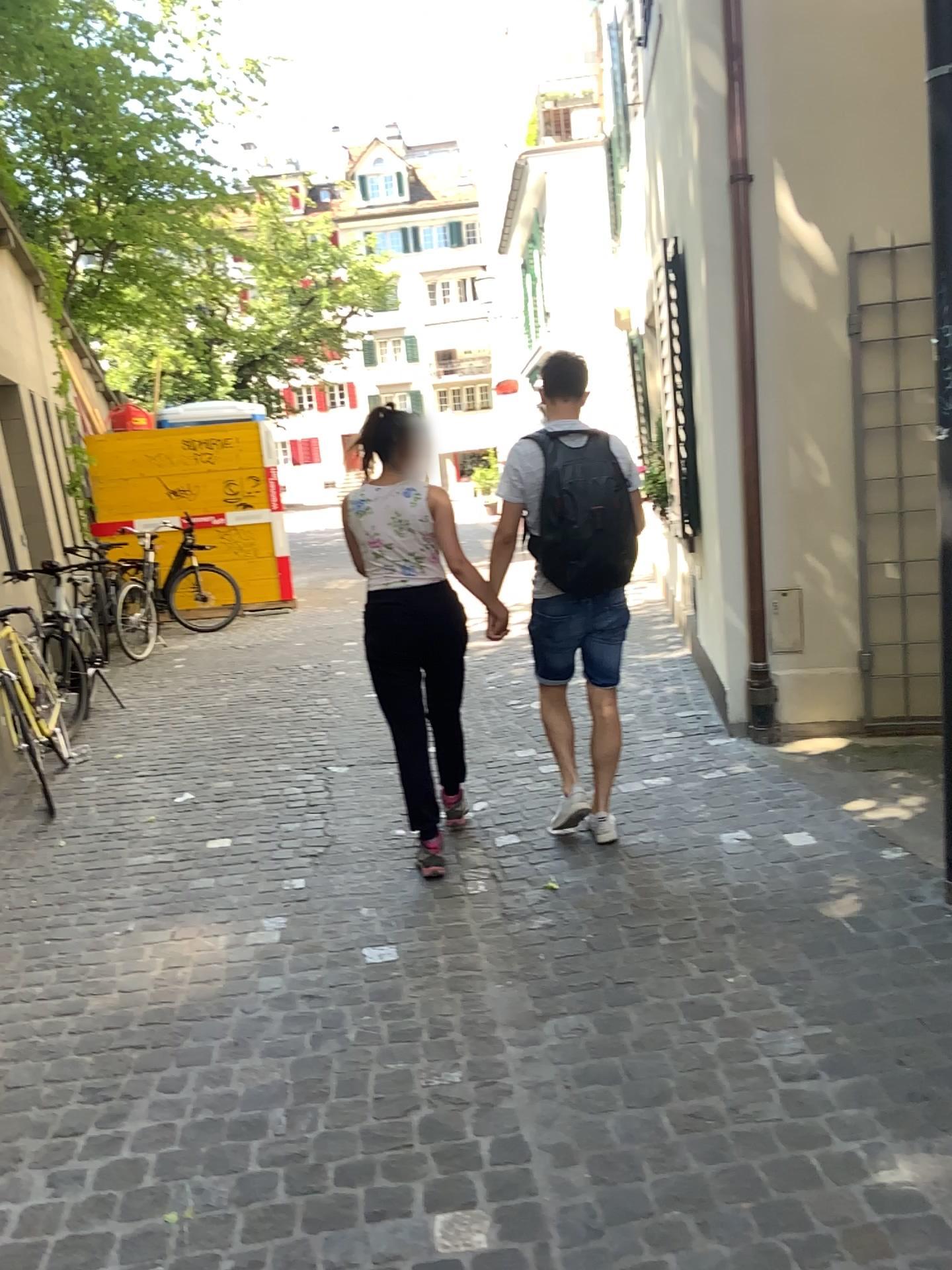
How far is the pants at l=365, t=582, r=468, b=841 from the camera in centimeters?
374cm

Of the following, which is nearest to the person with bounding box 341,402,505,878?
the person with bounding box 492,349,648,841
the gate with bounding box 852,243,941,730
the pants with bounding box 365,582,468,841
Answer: the pants with bounding box 365,582,468,841

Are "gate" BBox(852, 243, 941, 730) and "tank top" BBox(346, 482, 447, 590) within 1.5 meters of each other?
no

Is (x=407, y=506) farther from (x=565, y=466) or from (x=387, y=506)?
(x=565, y=466)

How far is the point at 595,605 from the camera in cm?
369

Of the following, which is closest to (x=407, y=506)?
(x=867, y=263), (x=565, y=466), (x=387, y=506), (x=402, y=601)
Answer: (x=387, y=506)

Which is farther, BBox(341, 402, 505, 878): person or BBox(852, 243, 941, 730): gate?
BBox(852, 243, 941, 730): gate

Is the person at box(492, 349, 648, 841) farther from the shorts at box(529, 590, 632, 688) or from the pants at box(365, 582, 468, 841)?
the pants at box(365, 582, 468, 841)

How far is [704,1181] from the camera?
2.1m

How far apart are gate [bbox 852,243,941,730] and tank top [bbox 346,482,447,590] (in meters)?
2.12
